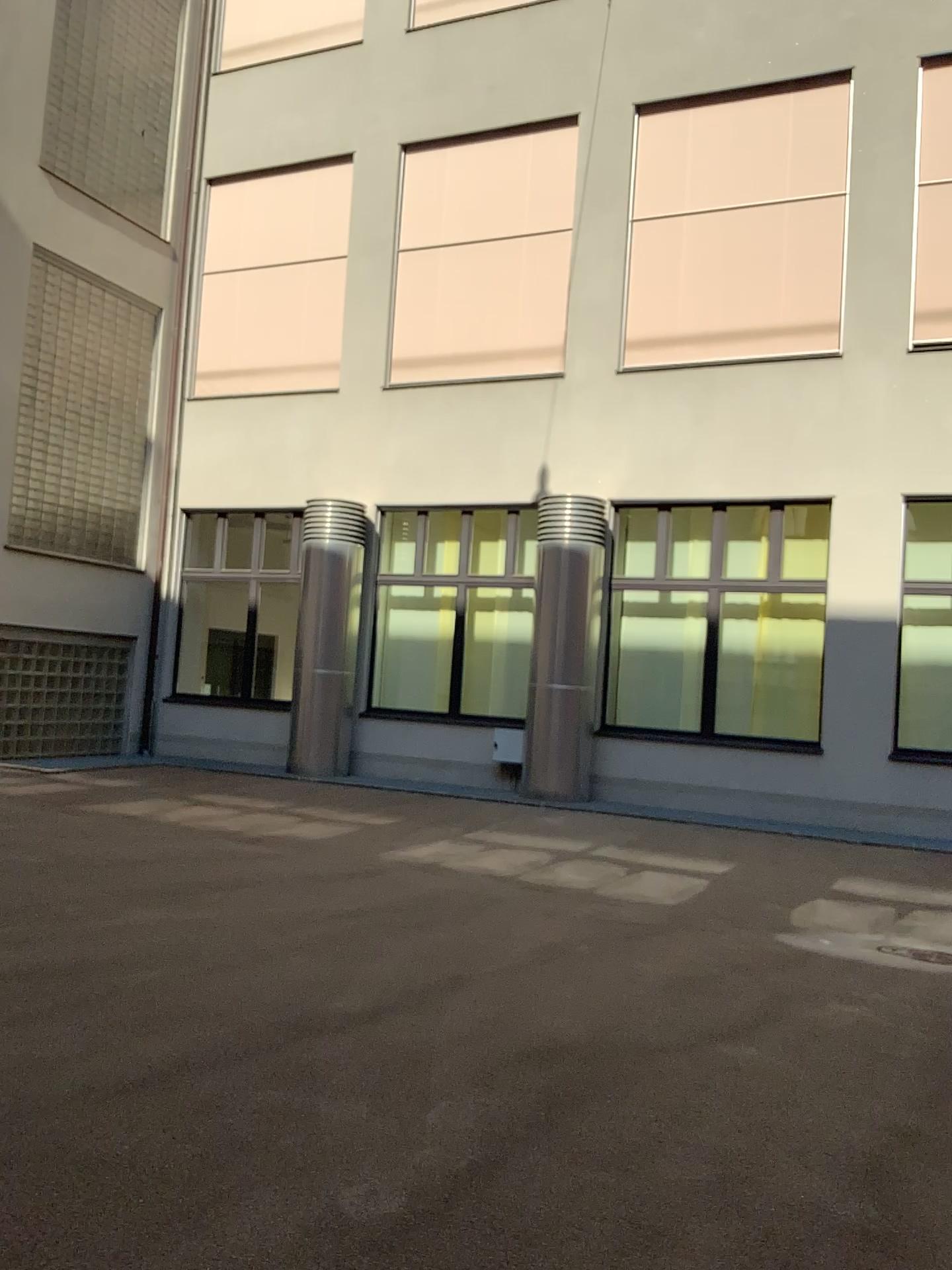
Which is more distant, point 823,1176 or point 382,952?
point 382,952
